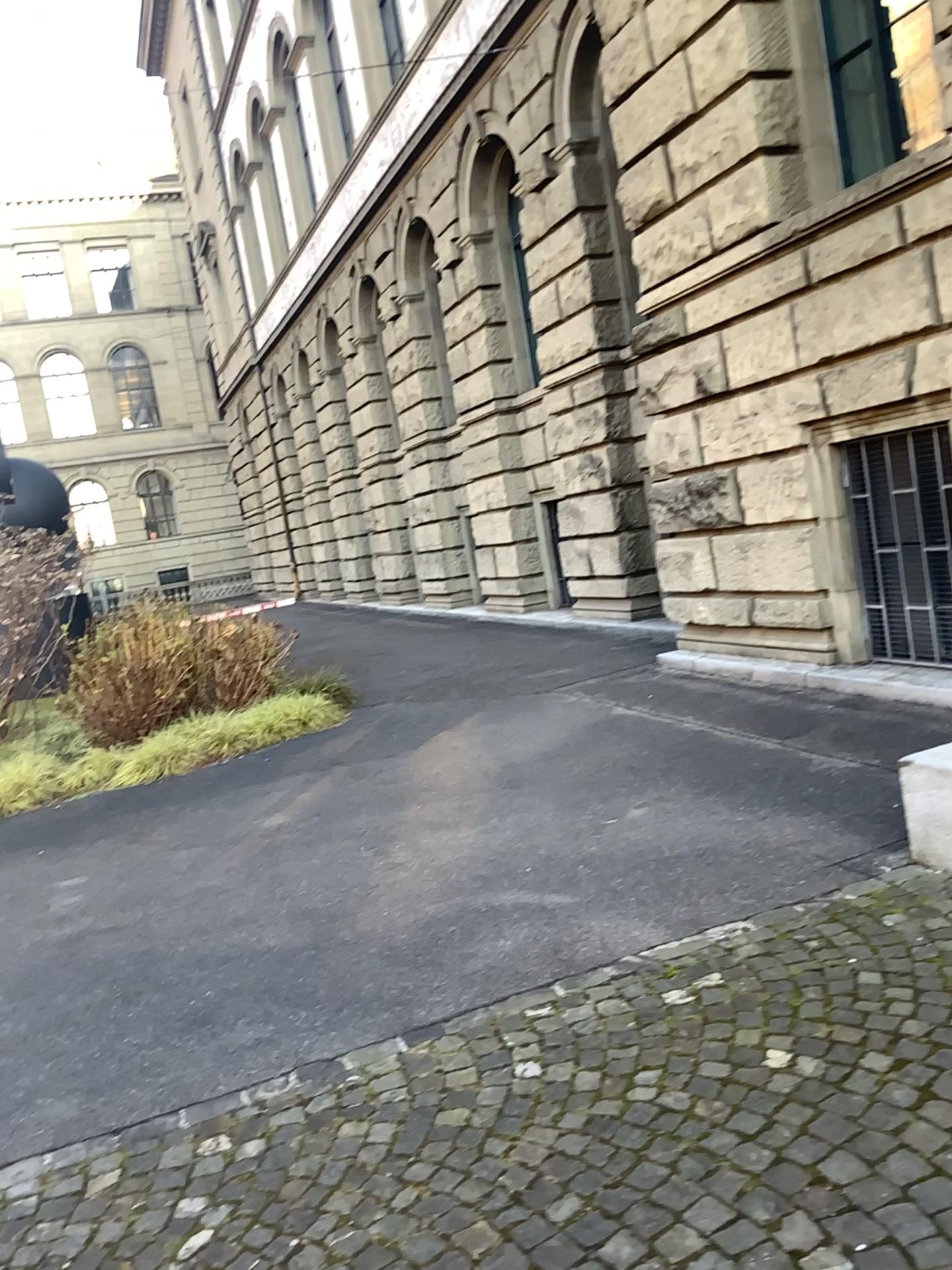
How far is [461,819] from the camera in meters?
5.7 m
